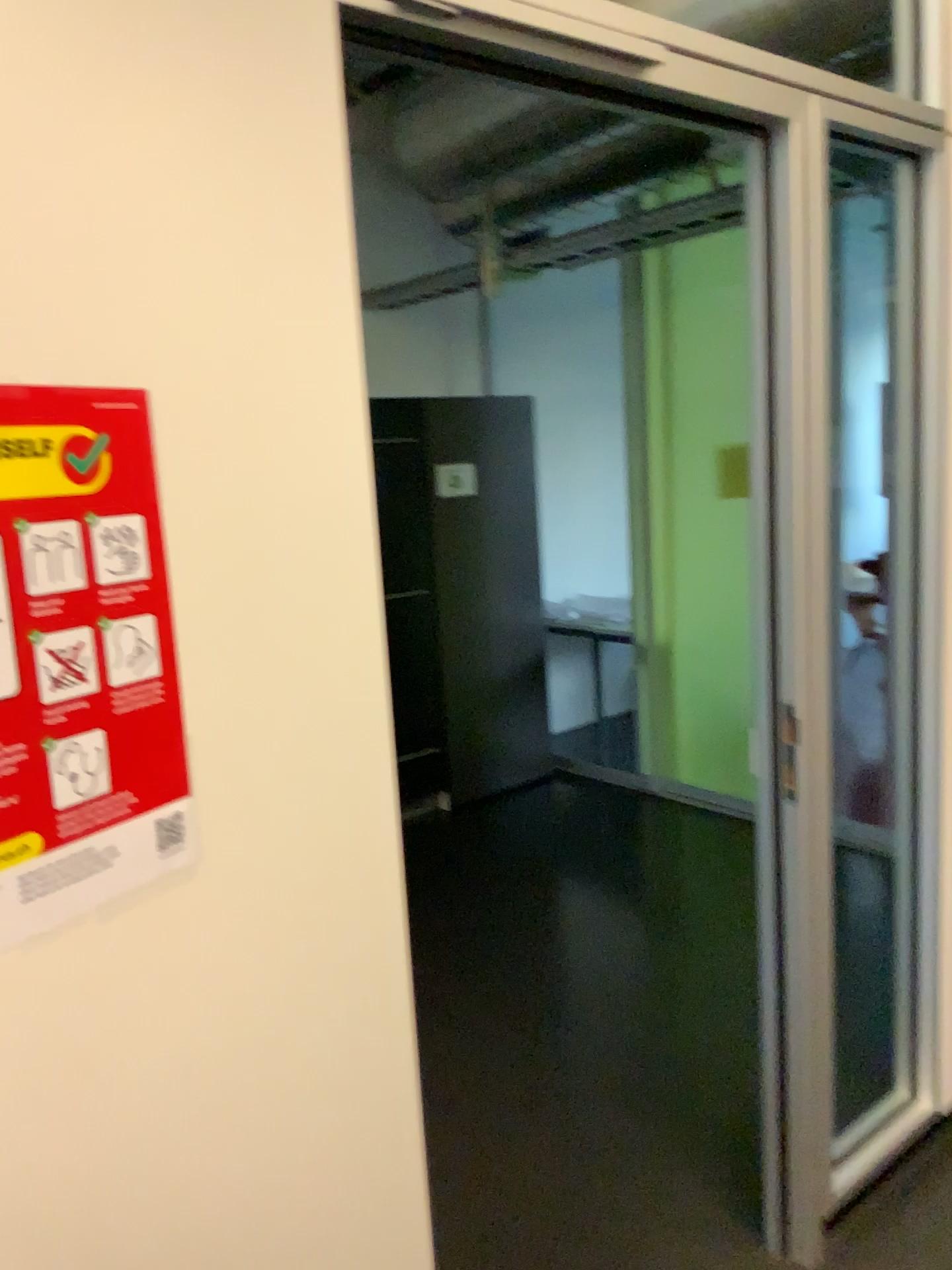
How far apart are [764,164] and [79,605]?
1.4m

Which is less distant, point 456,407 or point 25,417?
point 25,417

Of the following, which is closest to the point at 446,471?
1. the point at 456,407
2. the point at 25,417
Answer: the point at 456,407

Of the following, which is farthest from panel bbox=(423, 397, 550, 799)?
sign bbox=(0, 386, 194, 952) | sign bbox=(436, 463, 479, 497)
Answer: sign bbox=(0, 386, 194, 952)

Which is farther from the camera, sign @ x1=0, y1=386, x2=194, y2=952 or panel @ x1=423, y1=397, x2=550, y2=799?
panel @ x1=423, y1=397, x2=550, y2=799

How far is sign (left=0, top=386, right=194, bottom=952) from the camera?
0.8 meters

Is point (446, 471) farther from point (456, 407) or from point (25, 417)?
point (25, 417)

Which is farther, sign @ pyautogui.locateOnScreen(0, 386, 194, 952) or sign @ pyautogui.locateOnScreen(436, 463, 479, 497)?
sign @ pyautogui.locateOnScreen(436, 463, 479, 497)

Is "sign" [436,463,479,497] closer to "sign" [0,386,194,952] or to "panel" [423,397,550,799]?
"panel" [423,397,550,799]
